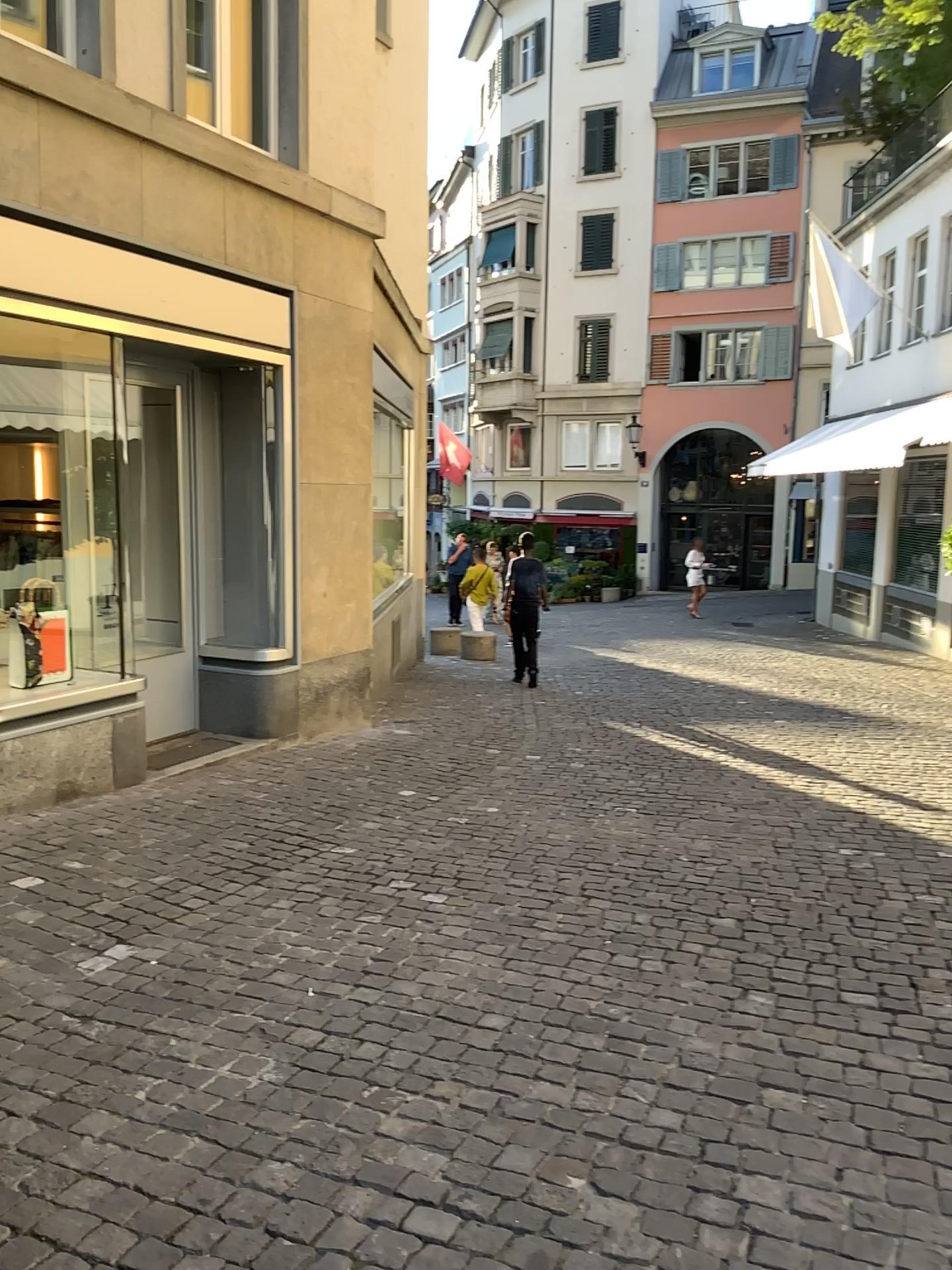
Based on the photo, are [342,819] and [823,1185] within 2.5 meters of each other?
no
